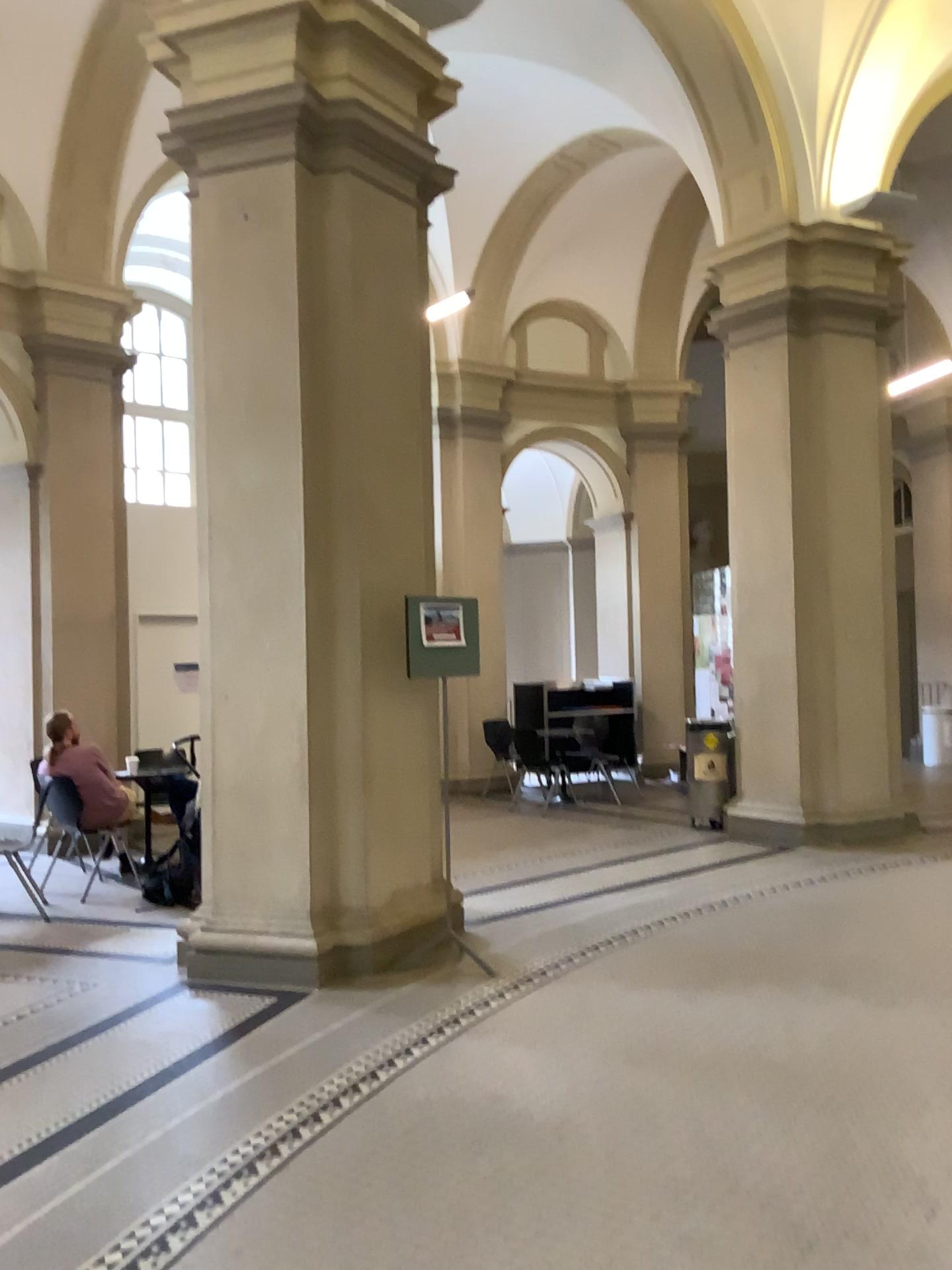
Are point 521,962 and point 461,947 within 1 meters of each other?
yes
